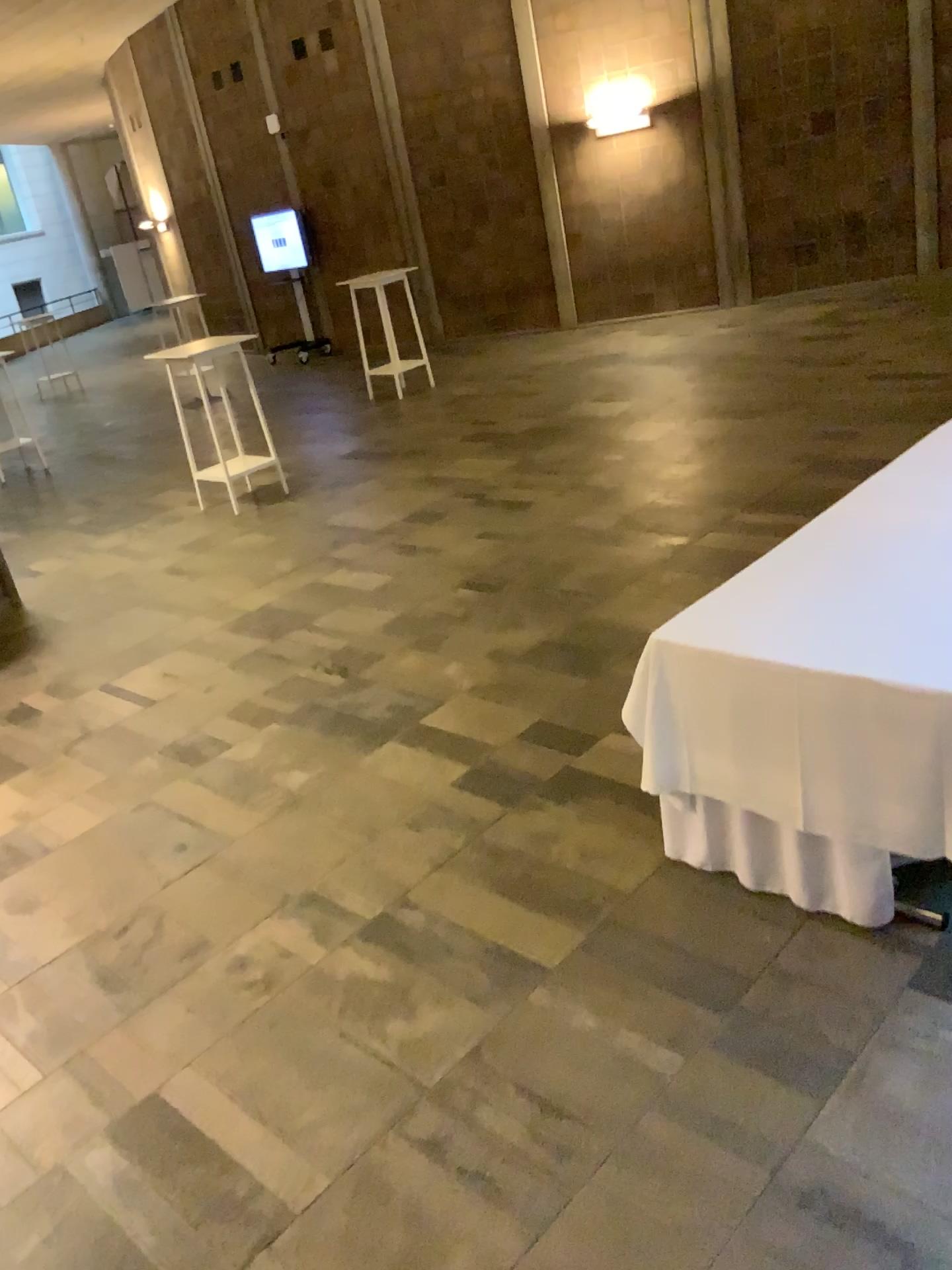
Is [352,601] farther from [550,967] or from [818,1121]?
[818,1121]
